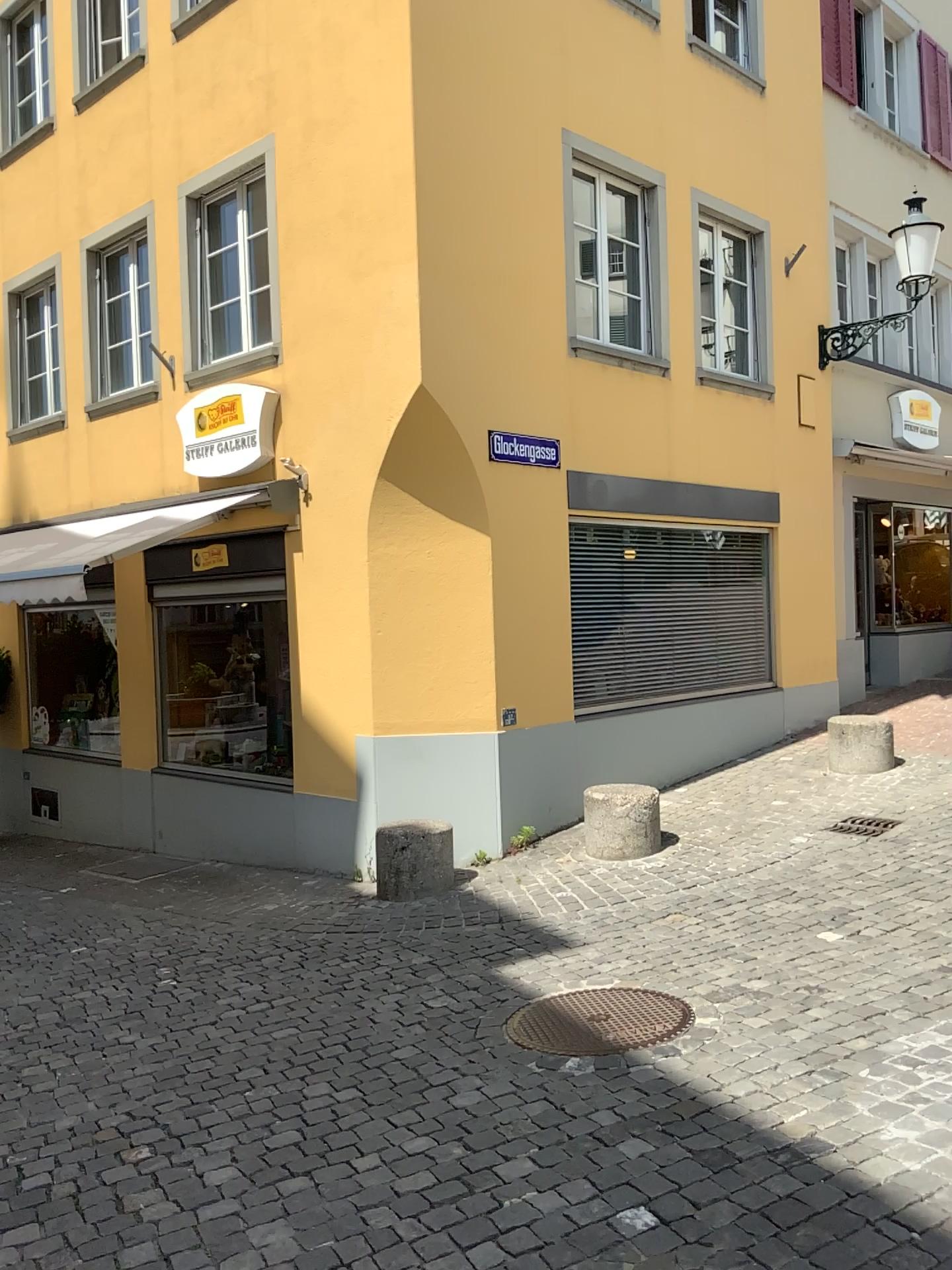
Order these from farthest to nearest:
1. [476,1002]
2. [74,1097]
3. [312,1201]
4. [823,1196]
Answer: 1. [476,1002]
2. [74,1097]
3. [312,1201]
4. [823,1196]
